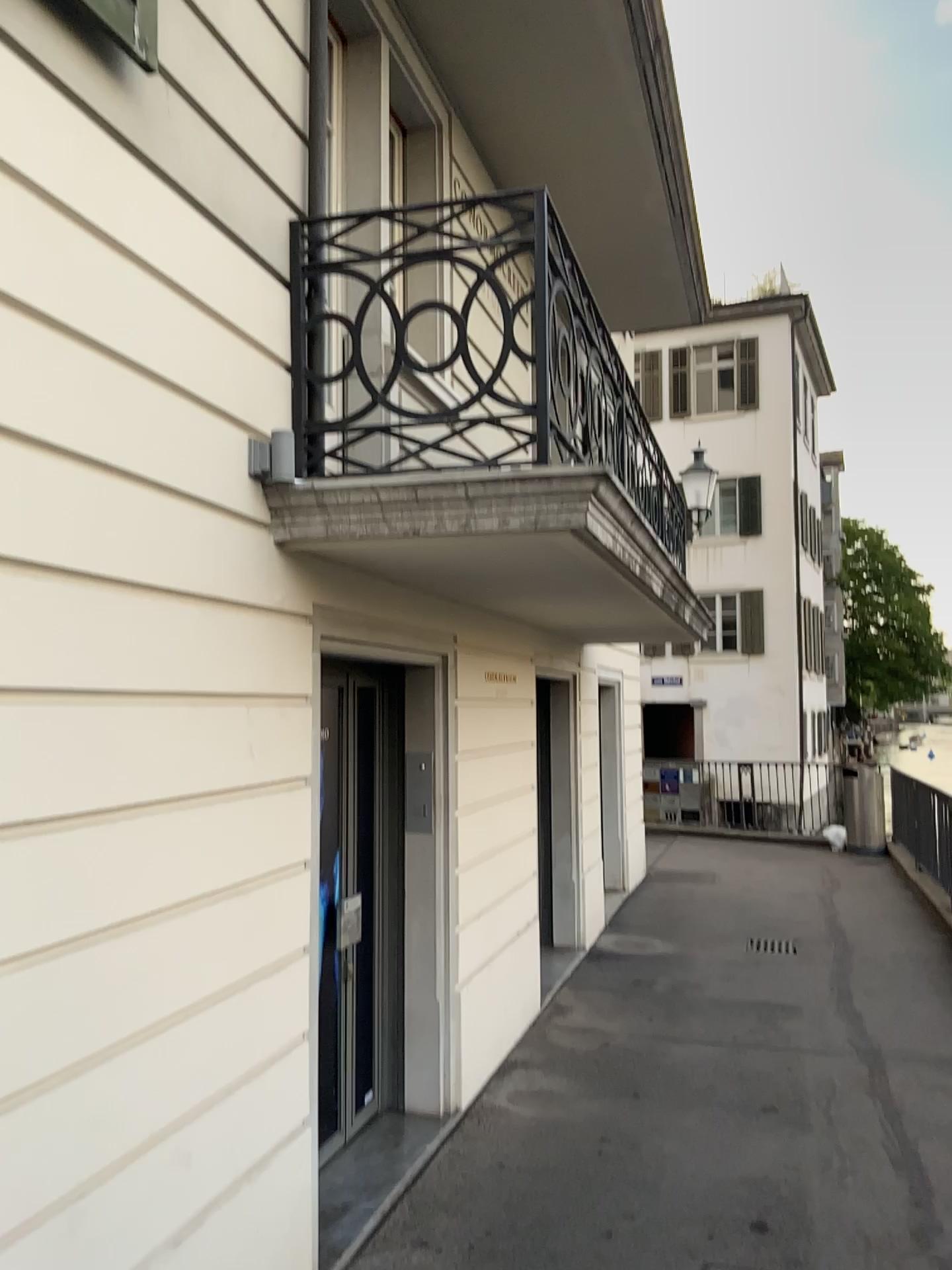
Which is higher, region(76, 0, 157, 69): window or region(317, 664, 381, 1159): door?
region(76, 0, 157, 69): window

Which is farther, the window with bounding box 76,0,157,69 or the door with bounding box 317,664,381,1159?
the door with bounding box 317,664,381,1159

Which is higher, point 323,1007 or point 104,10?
point 104,10

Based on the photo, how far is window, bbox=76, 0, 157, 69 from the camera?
2.5 meters

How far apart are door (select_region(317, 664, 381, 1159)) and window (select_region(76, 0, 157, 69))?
2.58m

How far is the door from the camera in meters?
4.6 m

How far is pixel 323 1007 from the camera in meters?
4.6

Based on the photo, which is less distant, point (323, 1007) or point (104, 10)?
point (104, 10)

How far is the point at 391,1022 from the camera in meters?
4.9
